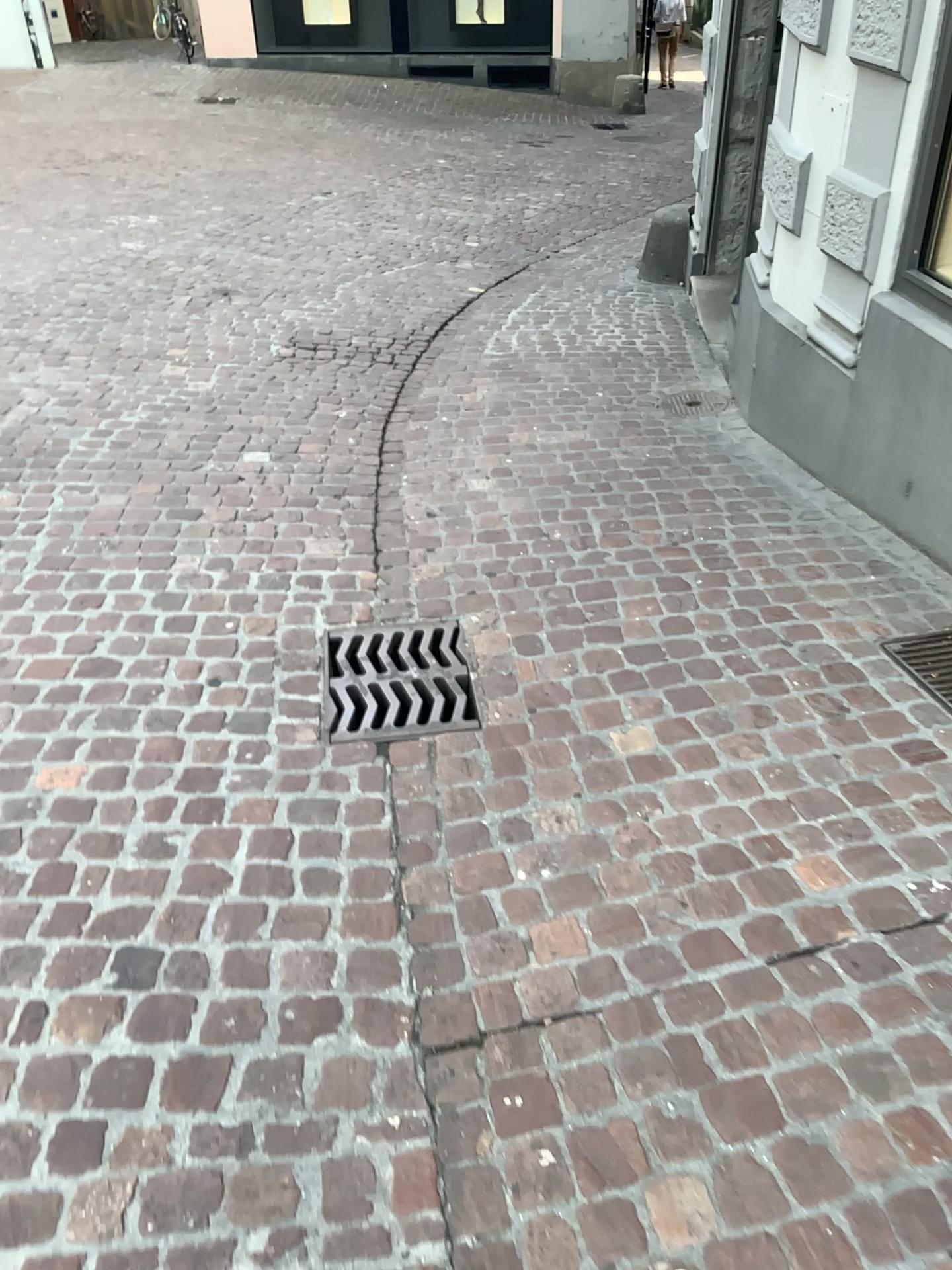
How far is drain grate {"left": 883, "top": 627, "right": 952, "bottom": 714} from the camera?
2.5m

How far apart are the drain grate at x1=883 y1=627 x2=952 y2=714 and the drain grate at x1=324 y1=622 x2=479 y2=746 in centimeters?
106cm

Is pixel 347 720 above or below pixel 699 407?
below

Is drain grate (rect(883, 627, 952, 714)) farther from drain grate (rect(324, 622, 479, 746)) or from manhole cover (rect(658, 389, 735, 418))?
manhole cover (rect(658, 389, 735, 418))

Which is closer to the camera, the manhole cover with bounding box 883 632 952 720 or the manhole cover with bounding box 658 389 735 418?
the manhole cover with bounding box 883 632 952 720

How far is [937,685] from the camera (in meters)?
2.51

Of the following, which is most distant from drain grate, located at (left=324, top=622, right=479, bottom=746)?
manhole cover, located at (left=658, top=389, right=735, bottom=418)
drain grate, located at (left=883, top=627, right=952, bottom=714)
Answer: manhole cover, located at (left=658, top=389, right=735, bottom=418)

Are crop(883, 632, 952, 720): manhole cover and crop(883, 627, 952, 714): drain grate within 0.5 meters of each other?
yes

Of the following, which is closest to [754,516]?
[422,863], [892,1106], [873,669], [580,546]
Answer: [580,546]

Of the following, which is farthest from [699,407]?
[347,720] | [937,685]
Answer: [347,720]
